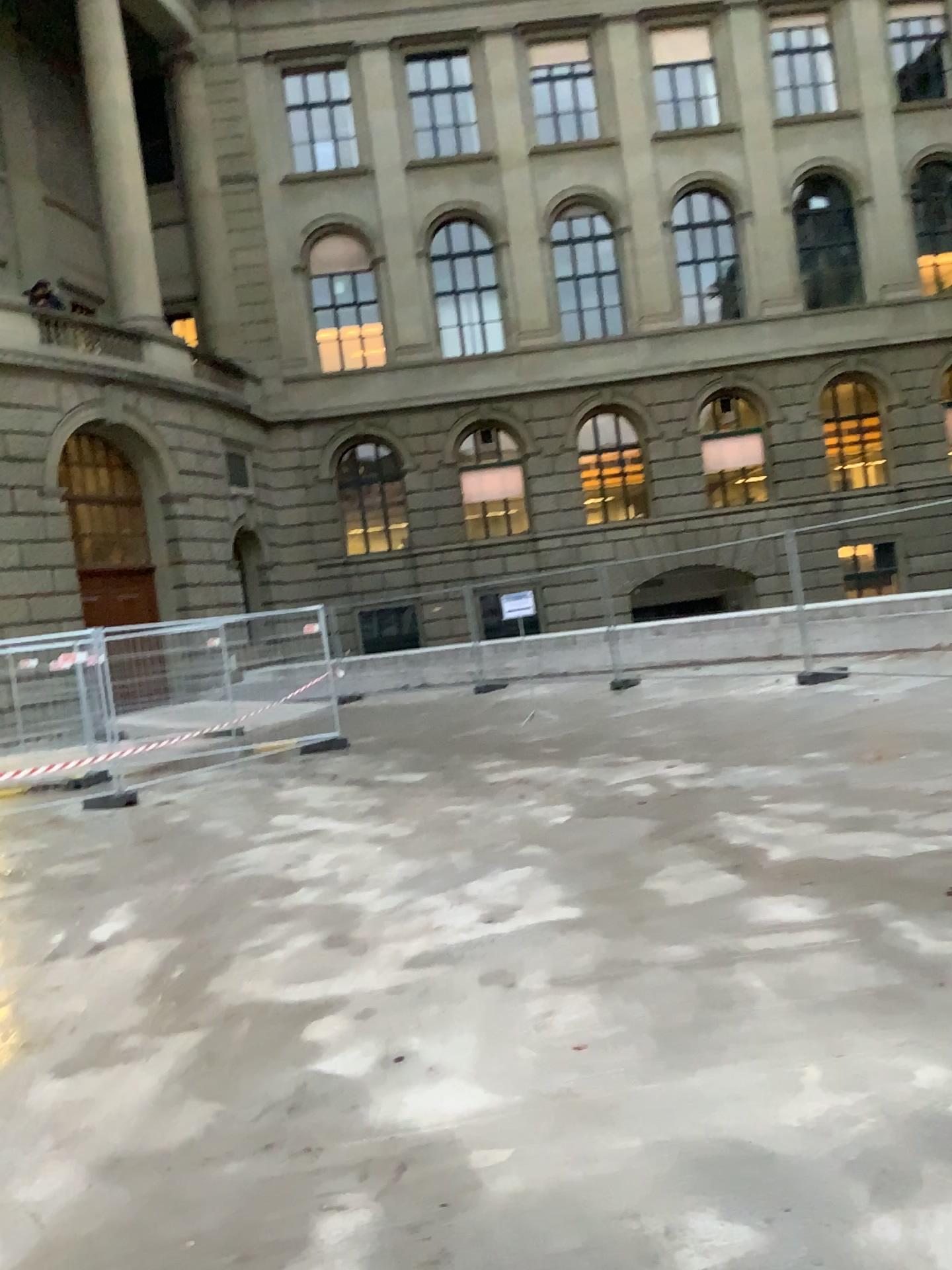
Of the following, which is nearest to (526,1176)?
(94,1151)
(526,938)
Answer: (94,1151)
